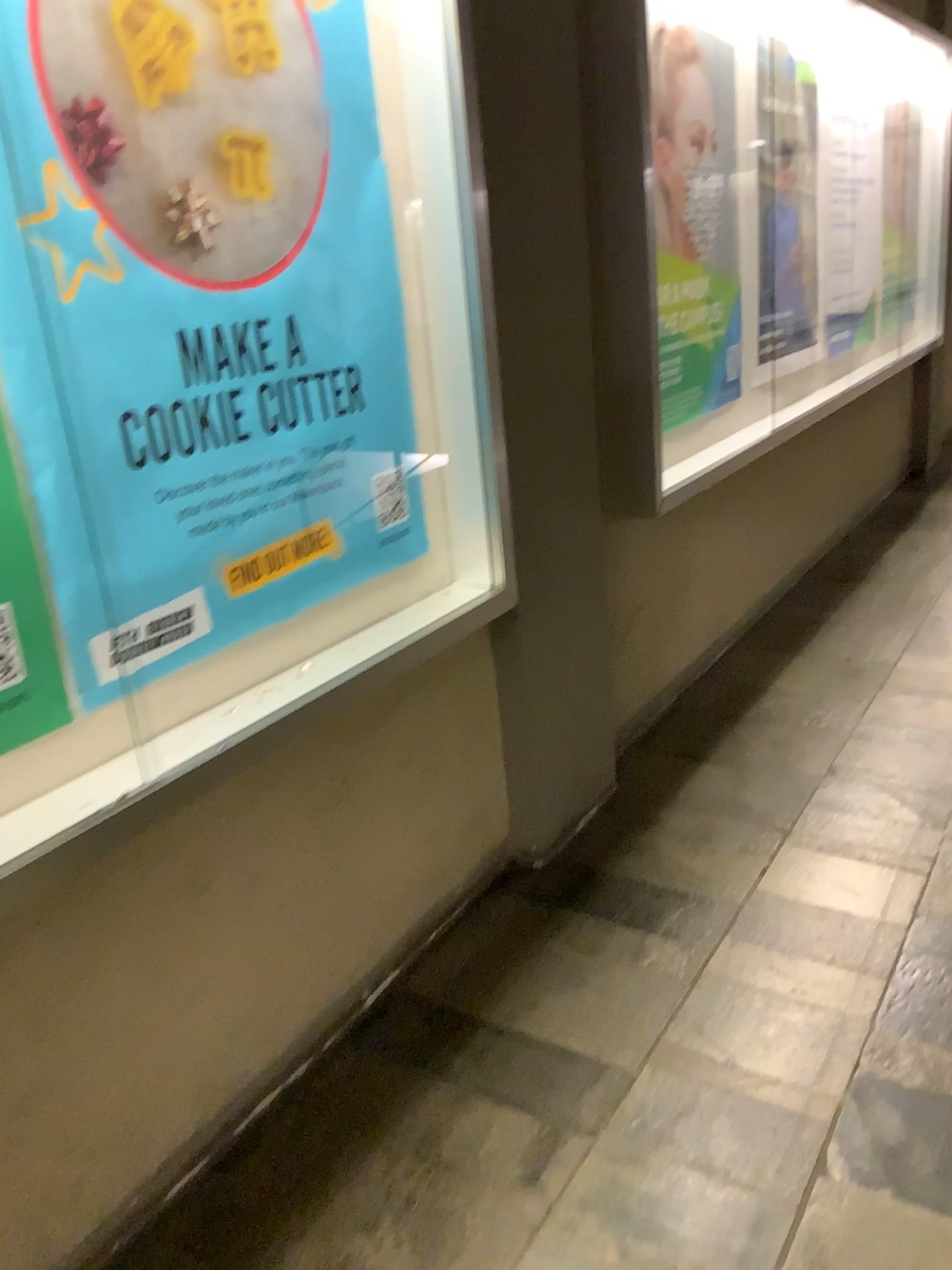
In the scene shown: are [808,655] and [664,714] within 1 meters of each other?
yes

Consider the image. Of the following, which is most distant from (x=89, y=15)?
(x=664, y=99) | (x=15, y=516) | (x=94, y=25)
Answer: (x=664, y=99)

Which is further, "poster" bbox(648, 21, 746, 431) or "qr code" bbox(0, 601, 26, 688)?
"poster" bbox(648, 21, 746, 431)

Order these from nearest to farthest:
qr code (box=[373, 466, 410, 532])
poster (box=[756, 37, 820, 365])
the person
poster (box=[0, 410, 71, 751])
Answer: poster (box=[0, 410, 71, 751]) < qr code (box=[373, 466, 410, 532]) < the person < poster (box=[756, 37, 820, 365])

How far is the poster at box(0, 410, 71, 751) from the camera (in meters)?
1.33

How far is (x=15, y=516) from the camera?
1.33m

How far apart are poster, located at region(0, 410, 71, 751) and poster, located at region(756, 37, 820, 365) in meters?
3.0 m

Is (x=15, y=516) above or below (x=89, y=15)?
below

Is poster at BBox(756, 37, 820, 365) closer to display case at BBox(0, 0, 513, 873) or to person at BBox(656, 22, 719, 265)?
person at BBox(656, 22, 719, 265)

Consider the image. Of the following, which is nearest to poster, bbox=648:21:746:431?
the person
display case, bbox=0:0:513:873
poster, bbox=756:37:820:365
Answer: the person
